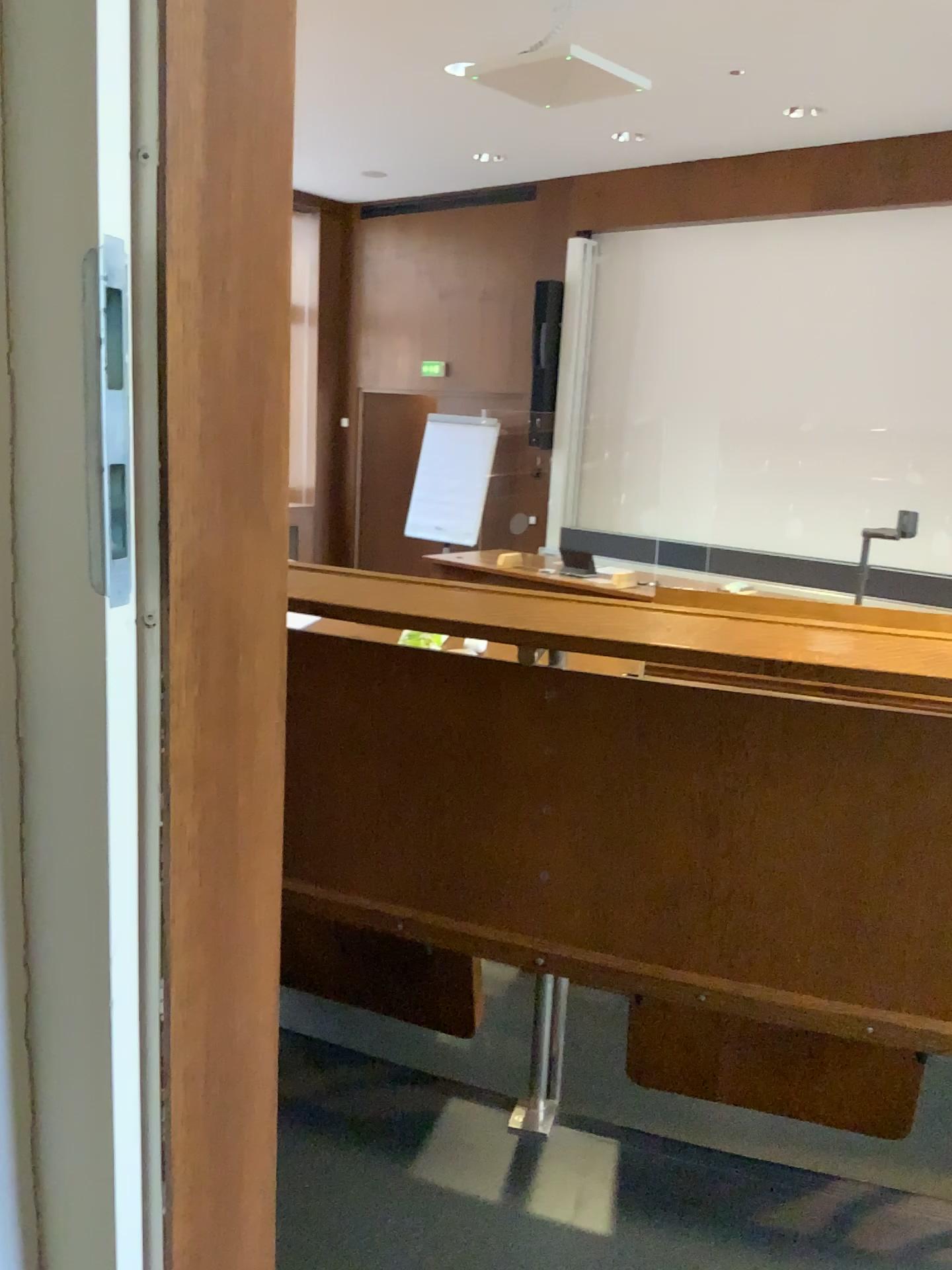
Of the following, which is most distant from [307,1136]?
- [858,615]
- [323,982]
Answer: [858,615]

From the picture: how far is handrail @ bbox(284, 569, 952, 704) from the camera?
1.1 meters

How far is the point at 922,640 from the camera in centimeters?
114cm
